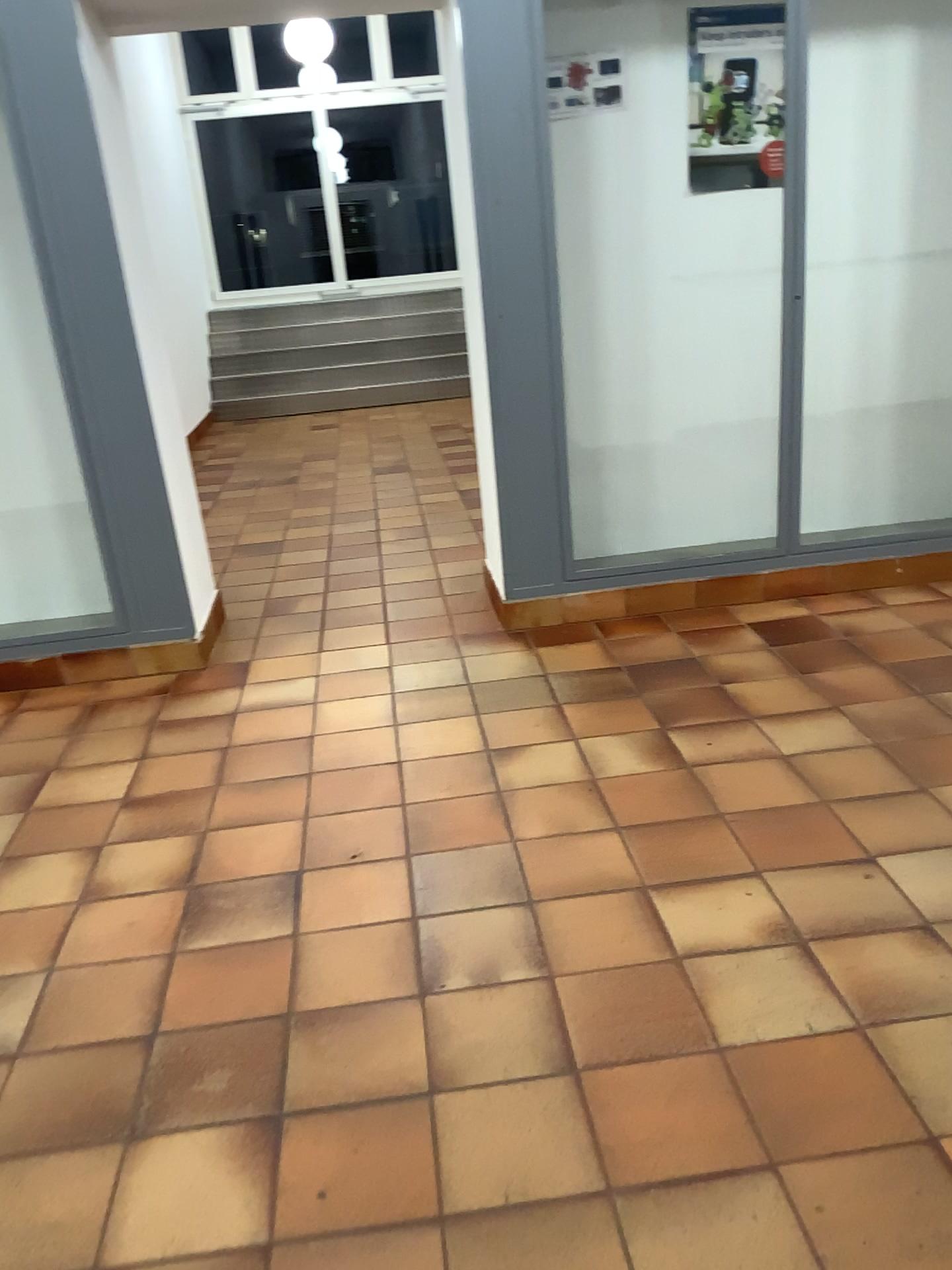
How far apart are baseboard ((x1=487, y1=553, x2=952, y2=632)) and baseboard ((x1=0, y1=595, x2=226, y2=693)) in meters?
1.1 m

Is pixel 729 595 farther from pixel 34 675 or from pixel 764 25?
pixel 34 675

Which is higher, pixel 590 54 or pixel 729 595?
pixel 590 54

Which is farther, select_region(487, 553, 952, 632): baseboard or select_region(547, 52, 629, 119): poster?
select_region(487, 553, 952, 632): baseboard

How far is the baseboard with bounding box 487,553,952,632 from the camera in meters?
3.9

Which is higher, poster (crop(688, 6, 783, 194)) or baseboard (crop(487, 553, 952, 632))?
poster (crop(688, 6, 783, 194))

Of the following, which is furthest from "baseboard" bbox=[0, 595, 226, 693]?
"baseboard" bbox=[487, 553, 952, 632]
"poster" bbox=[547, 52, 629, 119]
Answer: "poster" bbox=[547, 52, 629, 119]

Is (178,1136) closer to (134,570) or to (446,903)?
(446,903)

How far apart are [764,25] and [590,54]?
0.6 meters

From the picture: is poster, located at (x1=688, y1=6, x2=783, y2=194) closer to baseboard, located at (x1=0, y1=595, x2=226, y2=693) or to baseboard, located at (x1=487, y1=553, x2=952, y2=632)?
baseboard, located at (x1=487, y1=553, x2=952, y2=632)
